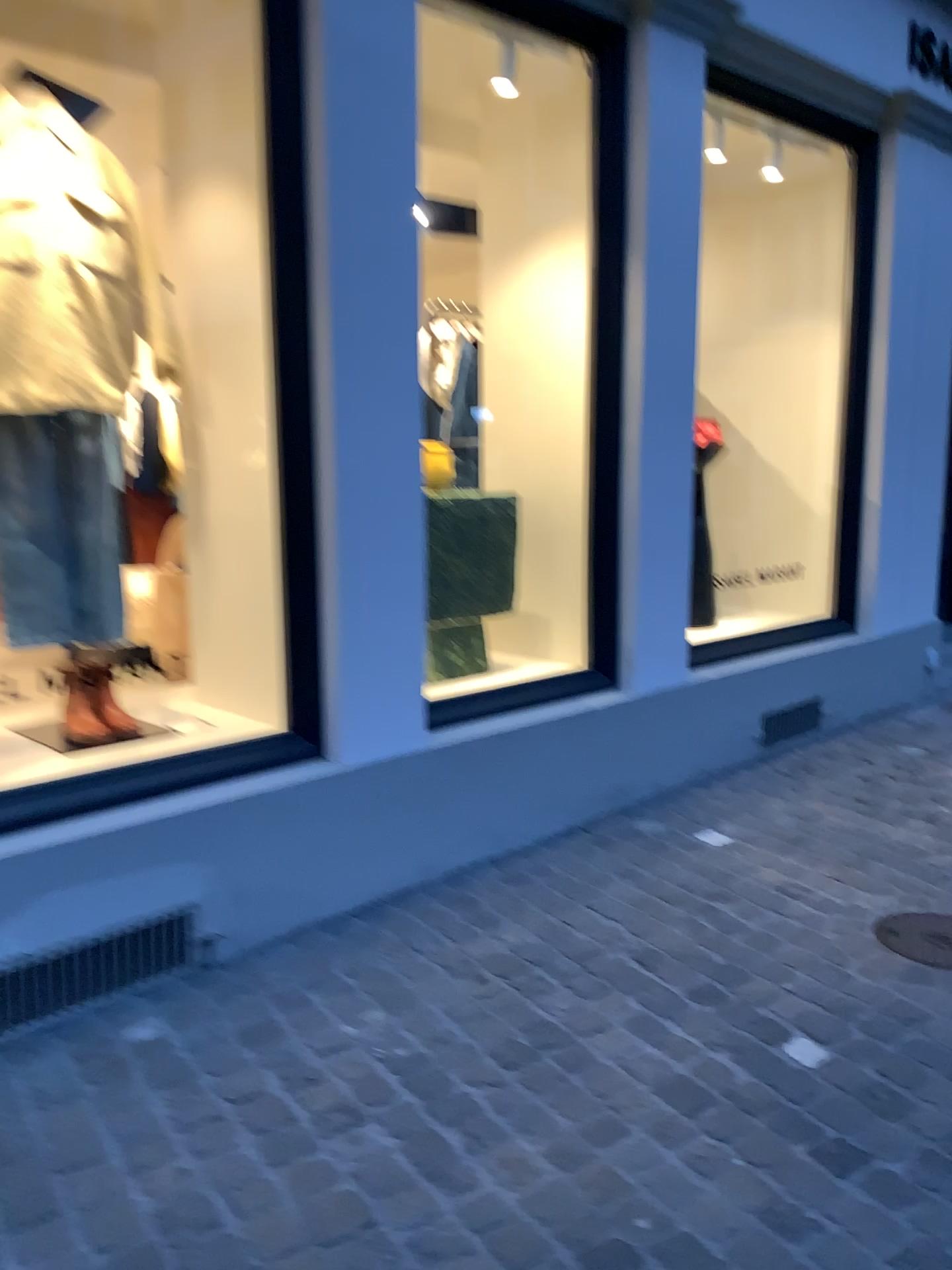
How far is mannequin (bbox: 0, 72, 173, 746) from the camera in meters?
2.7

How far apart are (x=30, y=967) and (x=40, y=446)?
1.4 meters

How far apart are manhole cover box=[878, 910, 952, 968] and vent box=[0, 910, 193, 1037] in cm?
176

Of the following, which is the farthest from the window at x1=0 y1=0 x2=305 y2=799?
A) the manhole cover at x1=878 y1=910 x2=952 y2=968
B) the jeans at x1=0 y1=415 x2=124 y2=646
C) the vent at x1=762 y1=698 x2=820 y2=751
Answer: the vent at x1=762 y1=698 x2=820 y2=751

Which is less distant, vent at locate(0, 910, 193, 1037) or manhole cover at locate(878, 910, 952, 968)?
vent at locate(0, 910, 193, 1037)

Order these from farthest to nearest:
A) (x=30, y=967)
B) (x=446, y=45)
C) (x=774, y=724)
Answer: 1. (x=774, y=724)
2. (x=446, y=45)
3. (x=30, y=967)

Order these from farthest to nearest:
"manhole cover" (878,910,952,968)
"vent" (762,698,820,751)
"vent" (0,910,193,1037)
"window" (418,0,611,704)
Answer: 1. "vent" (762,698,820,751)
2. "window" (418,0,611,704)
3. "manhole cover" (878,910,952,968)
4. "vent" (0,910,193,1037)

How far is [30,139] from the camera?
2.7m

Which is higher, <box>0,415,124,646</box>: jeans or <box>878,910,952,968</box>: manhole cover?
<box>0,415,124,646</box>: jeans

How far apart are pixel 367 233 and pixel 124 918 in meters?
1.8
